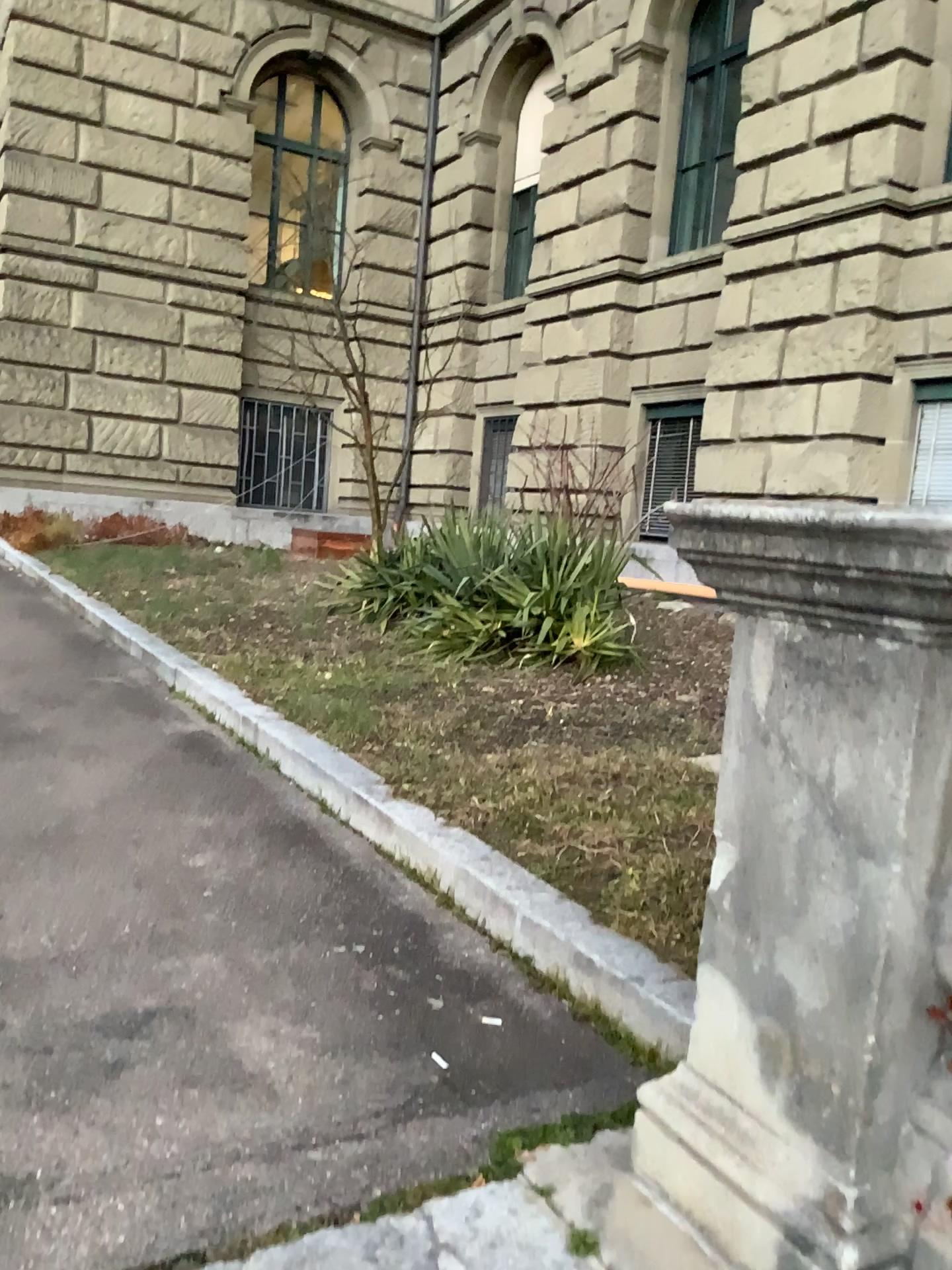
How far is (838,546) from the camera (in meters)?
1.29

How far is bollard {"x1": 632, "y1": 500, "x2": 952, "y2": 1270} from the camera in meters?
1.3

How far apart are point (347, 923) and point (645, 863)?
0.76m
